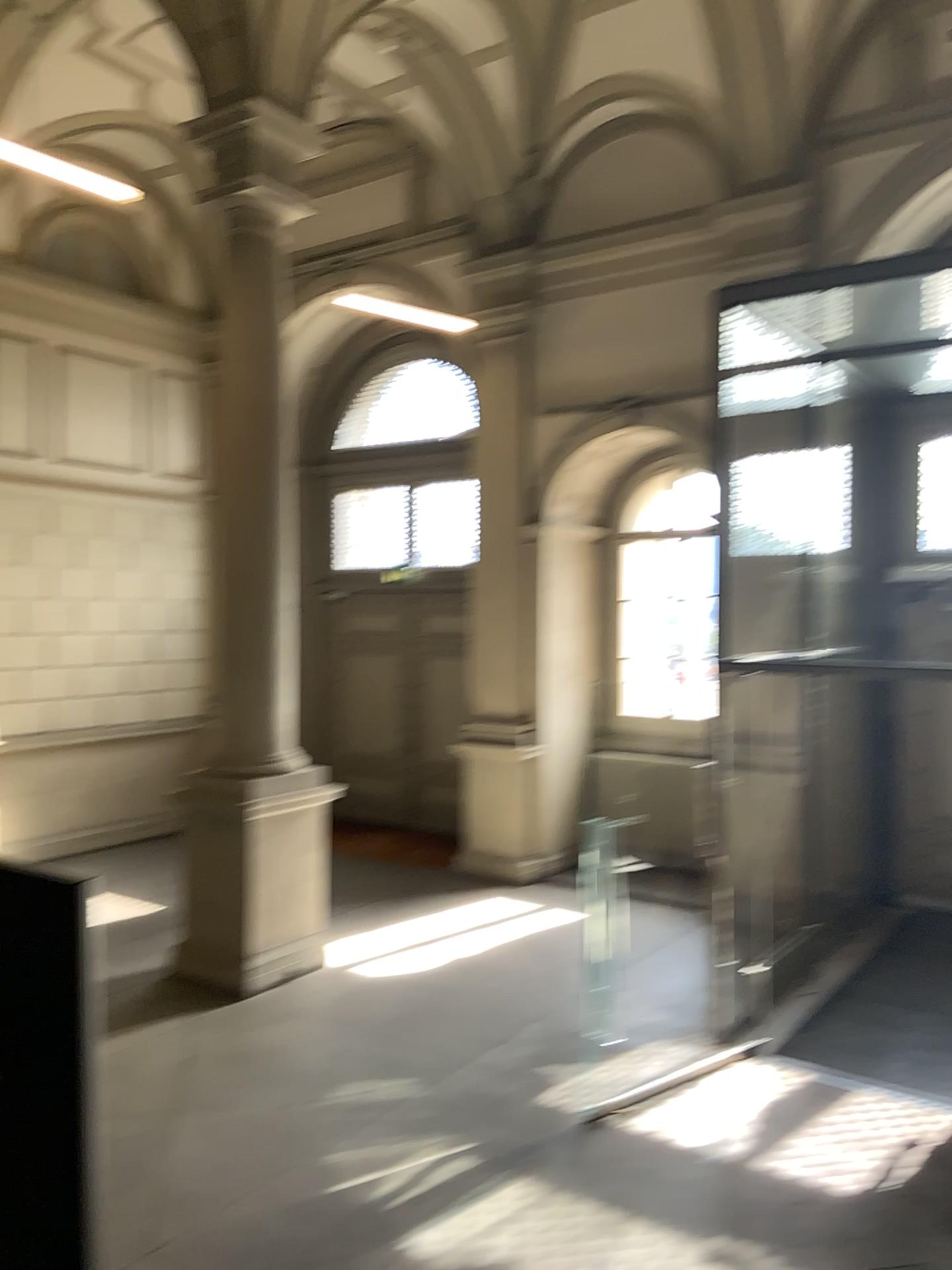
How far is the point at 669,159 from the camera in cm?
381
